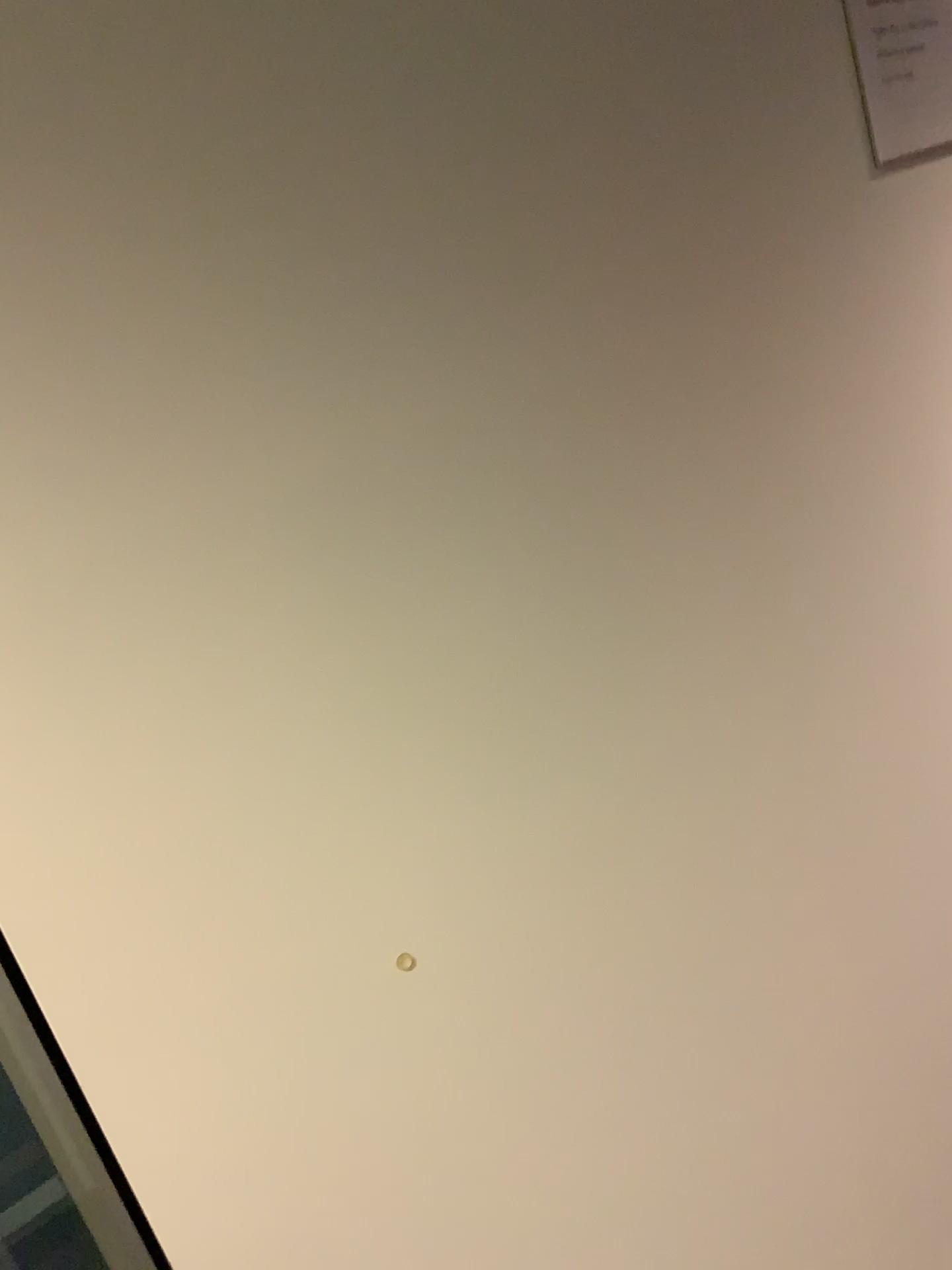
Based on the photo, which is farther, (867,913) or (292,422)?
(867,913)

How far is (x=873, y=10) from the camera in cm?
105

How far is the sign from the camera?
1.05m
